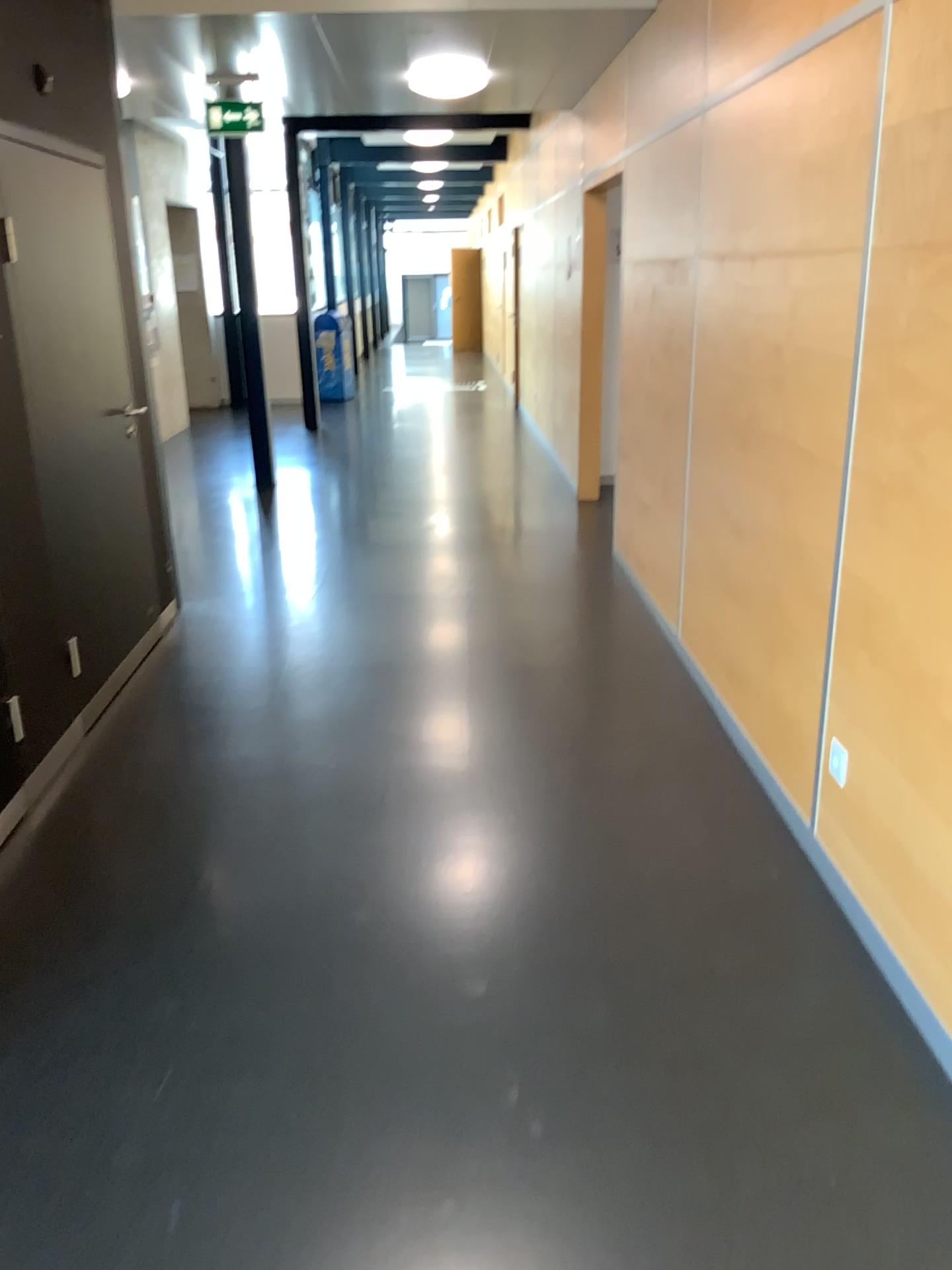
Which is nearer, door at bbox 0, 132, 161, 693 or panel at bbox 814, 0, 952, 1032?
panel at bbox 814, 0, 952, 1032

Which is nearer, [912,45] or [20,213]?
[912,45]

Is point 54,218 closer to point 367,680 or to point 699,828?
point 367,680
